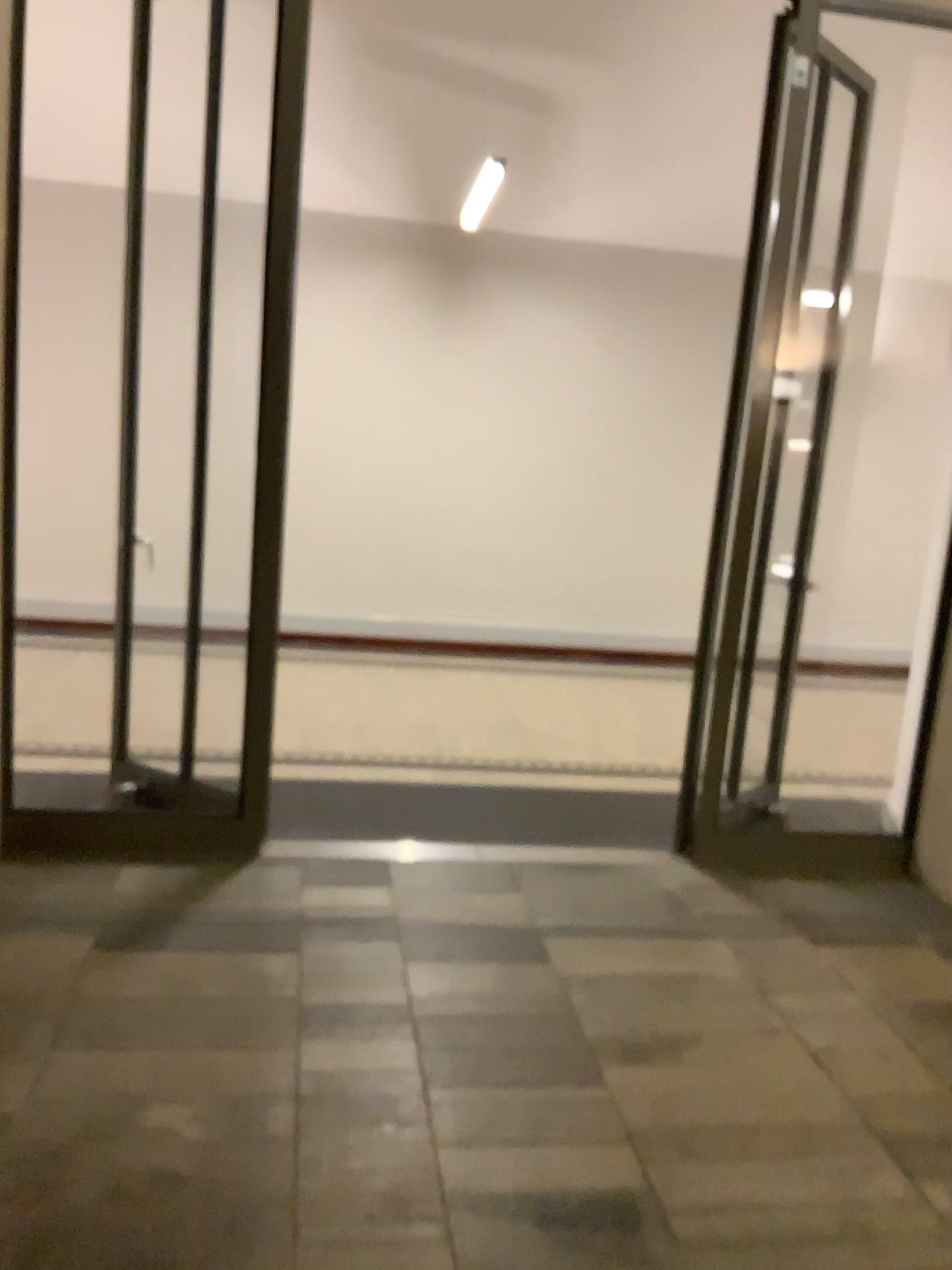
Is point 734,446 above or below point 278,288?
below

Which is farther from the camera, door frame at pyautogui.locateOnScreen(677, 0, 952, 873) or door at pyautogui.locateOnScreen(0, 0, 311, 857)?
door frame at pyautogui.locateOnScreen(677, 0, 952, 873)

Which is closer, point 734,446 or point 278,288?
point 278,288

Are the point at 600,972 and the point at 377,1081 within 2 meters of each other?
yes
